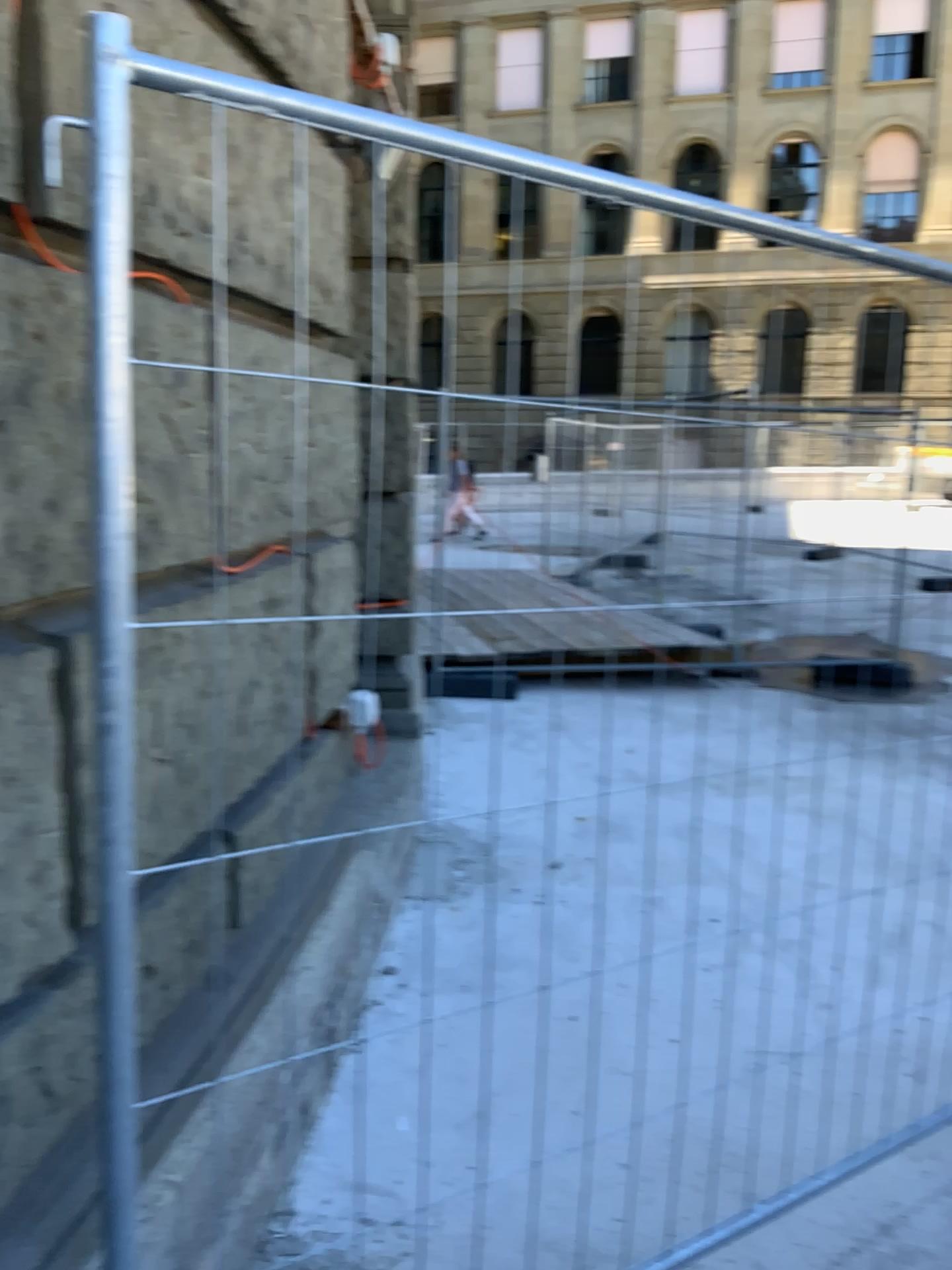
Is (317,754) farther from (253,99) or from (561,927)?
(253,99)
